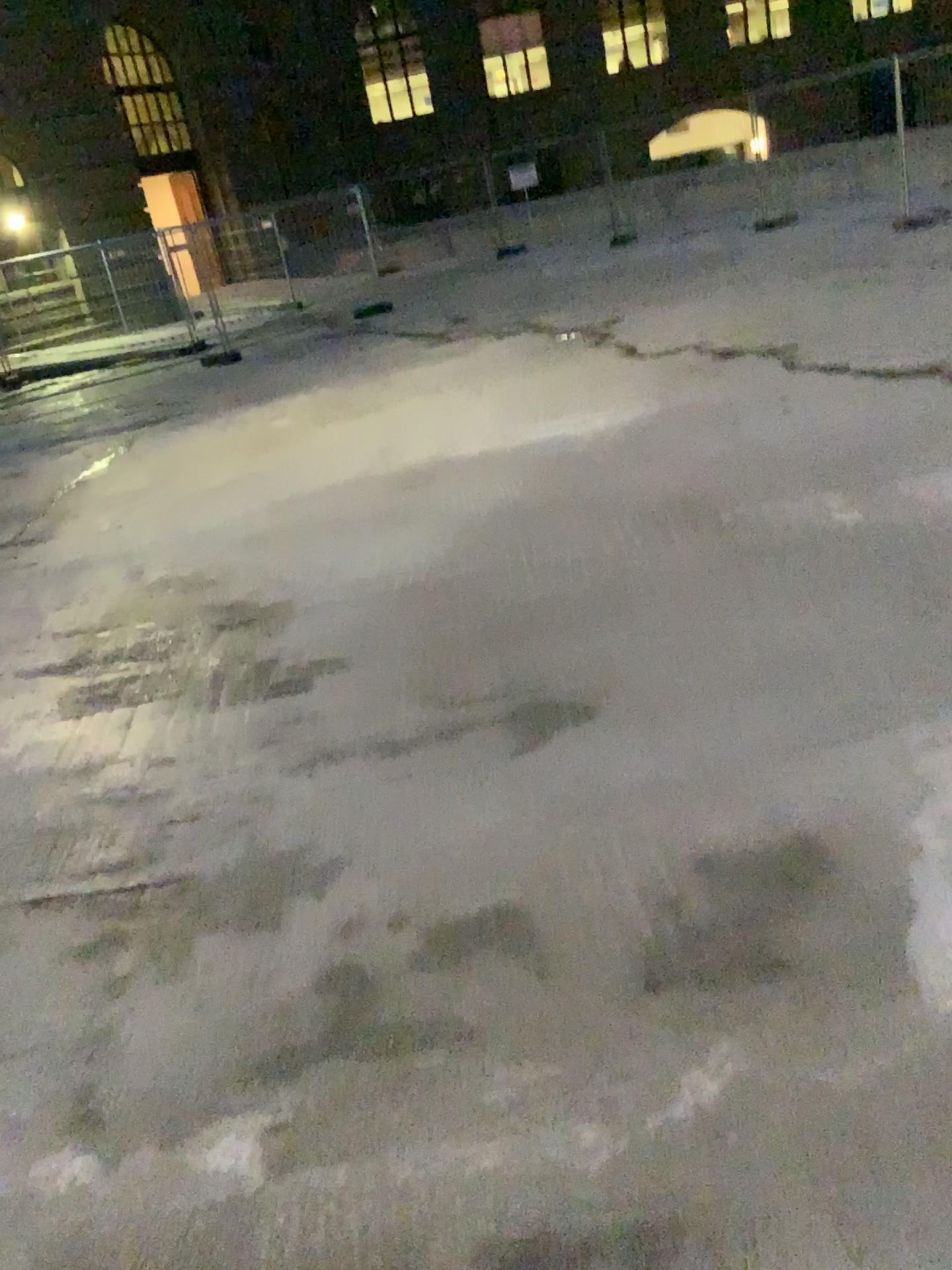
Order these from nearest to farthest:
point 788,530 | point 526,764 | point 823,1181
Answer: point 823,1181
point 526,764
point 788,530
